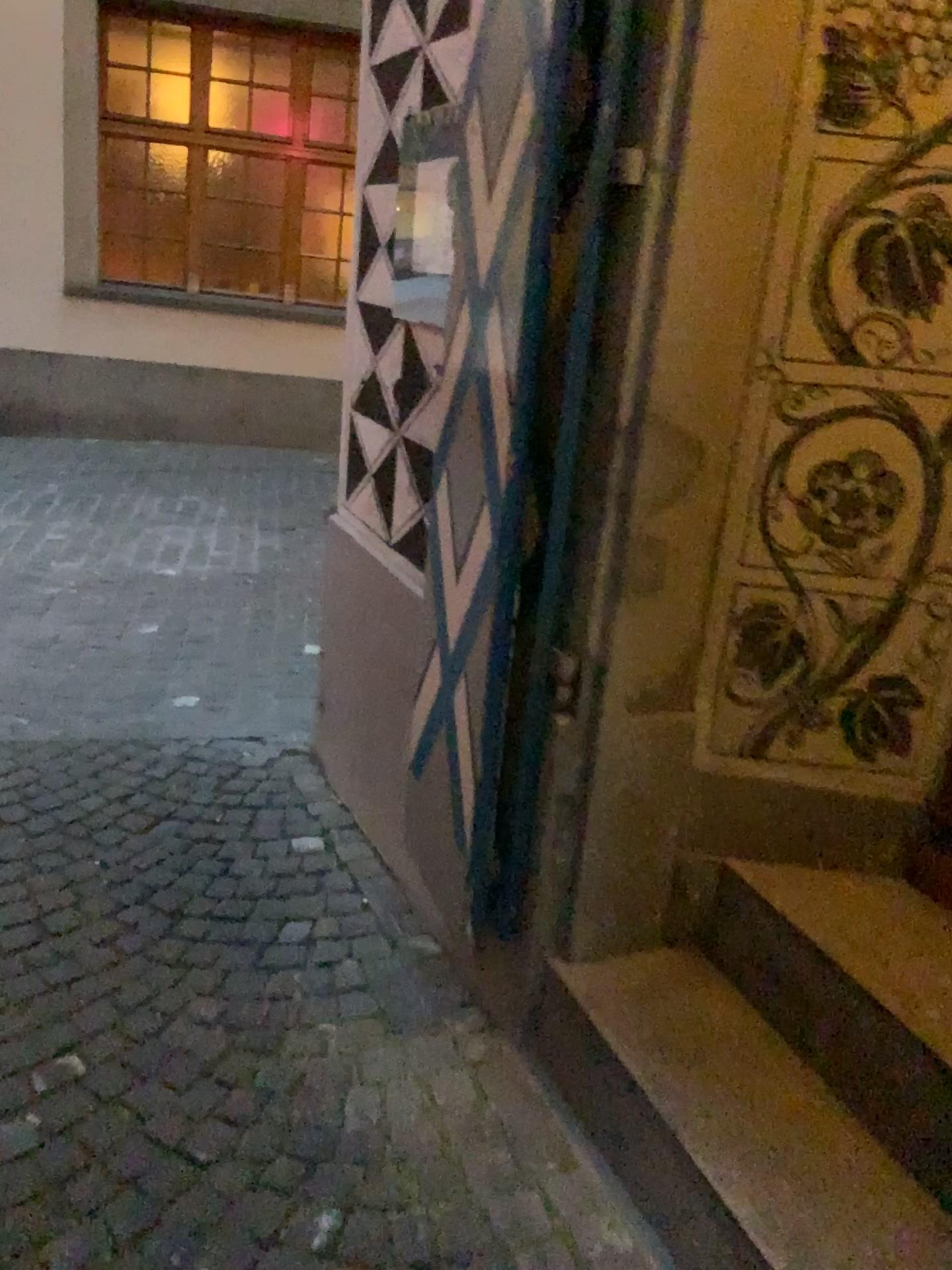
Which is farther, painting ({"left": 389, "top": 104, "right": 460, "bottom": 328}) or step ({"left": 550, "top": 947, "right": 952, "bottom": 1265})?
painting ({"left": 389, "top": 104, "right": 460, "bottom": 328})

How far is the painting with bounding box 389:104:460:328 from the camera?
2.1m

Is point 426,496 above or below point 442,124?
below

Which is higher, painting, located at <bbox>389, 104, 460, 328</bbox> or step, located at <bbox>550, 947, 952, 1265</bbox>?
painting, located at <bbox>389, 104, 460, 328</bbox>

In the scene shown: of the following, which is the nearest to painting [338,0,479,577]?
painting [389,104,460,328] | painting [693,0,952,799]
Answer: painting [389,104,460,328]

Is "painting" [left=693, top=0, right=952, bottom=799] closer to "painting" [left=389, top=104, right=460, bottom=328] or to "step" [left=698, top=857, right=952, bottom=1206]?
"step" [left=698, top=857, right=952, bottom=1206]

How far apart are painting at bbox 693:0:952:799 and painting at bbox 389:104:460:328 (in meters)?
0.75

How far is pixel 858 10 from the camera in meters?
1.5 m

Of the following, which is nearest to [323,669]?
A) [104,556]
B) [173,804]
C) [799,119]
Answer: [173,804]

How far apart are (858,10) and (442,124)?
0.9m
